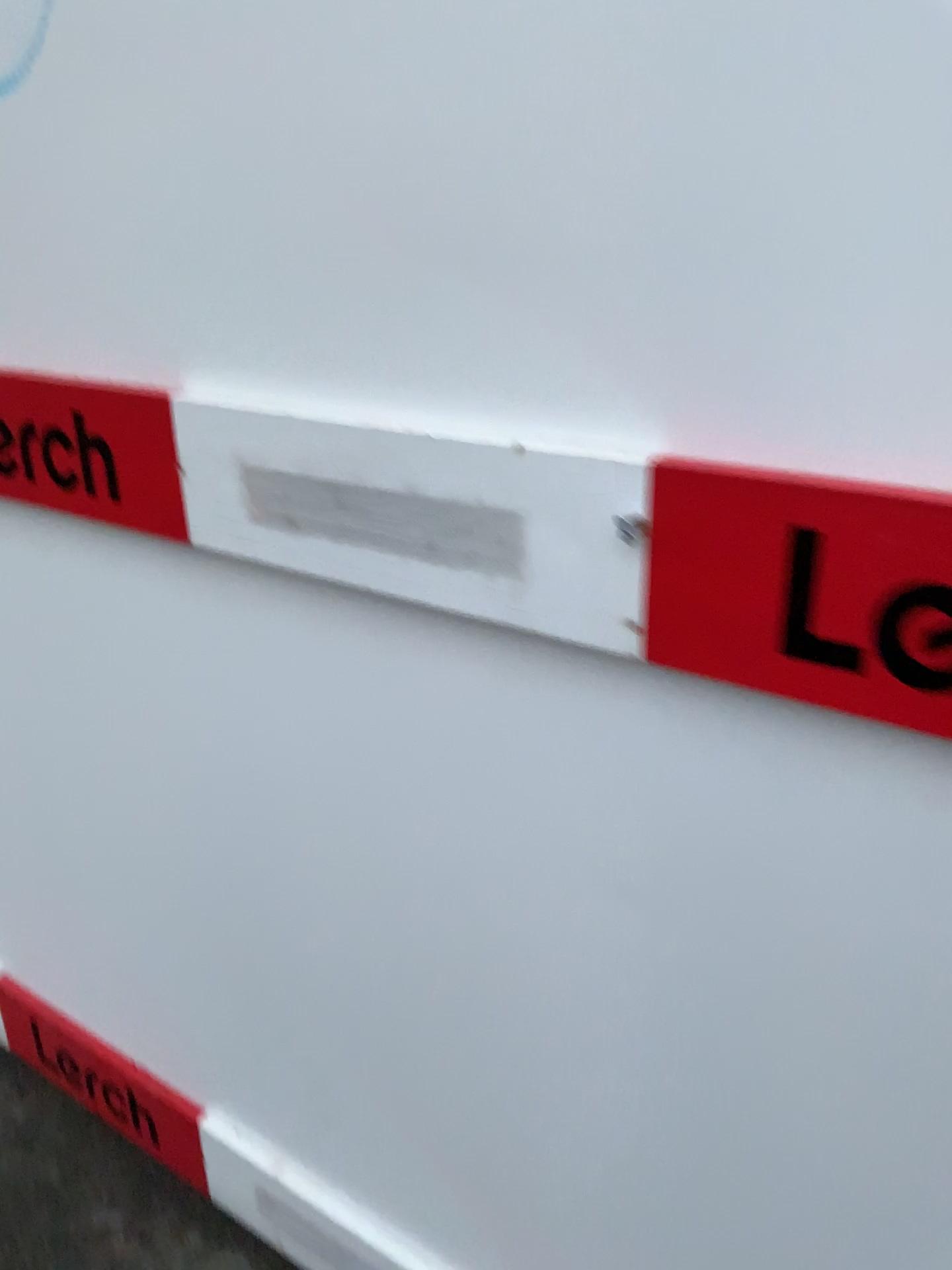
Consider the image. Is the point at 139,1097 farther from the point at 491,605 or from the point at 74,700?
the point at 491,605

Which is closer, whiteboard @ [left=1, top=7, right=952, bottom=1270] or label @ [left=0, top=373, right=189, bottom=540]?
whiteboard @ [left=1, top=7, right=952, bottom=1270]

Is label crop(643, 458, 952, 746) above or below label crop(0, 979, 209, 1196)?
above

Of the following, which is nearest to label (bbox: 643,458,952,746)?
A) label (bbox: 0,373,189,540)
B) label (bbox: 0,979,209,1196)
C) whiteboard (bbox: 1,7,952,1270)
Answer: whiteboard (bbox: 1,7,952,1270)

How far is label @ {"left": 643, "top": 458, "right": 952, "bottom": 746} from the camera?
0.62m

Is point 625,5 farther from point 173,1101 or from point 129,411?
point 173,1101

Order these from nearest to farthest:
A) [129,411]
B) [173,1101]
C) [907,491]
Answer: [907,491] < [129,411] < [173,1101]

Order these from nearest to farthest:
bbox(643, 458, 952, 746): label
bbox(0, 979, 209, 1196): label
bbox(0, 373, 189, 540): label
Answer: bbox(643, 458, 952, 746): label, bbox(0, 373, 189, 540): label, bbox(0, 979, 209, 1196): label

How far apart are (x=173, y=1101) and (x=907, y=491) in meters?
1.3

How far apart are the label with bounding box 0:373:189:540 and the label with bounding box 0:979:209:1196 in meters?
0.9 m
